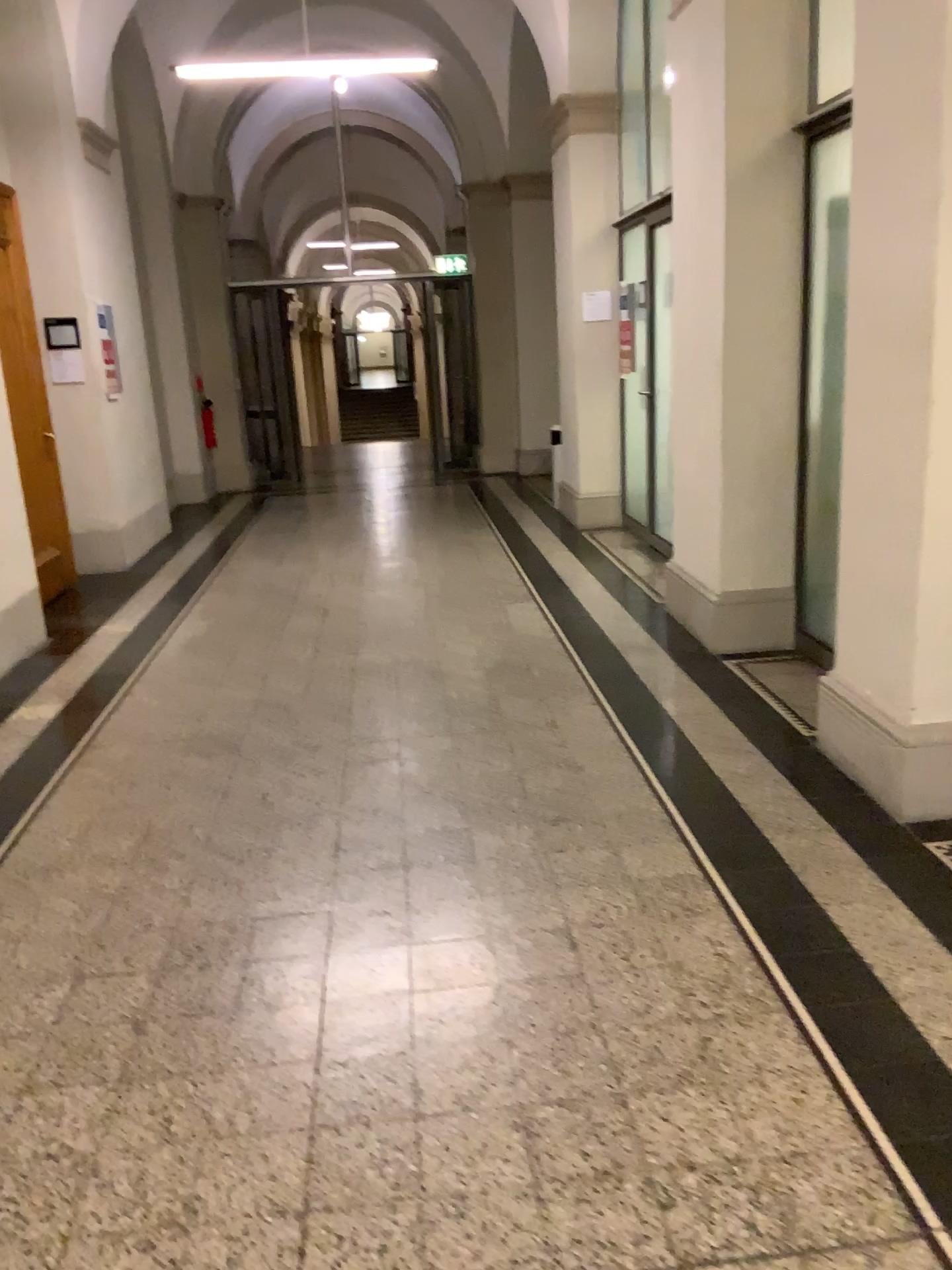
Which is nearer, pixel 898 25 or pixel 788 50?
pixel 898 25

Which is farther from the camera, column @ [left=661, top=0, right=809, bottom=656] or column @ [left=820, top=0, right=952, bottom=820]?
column @ [left=661, top=0, right=809, bottom=656]

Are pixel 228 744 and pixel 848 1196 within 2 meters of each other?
no

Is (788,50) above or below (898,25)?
above
